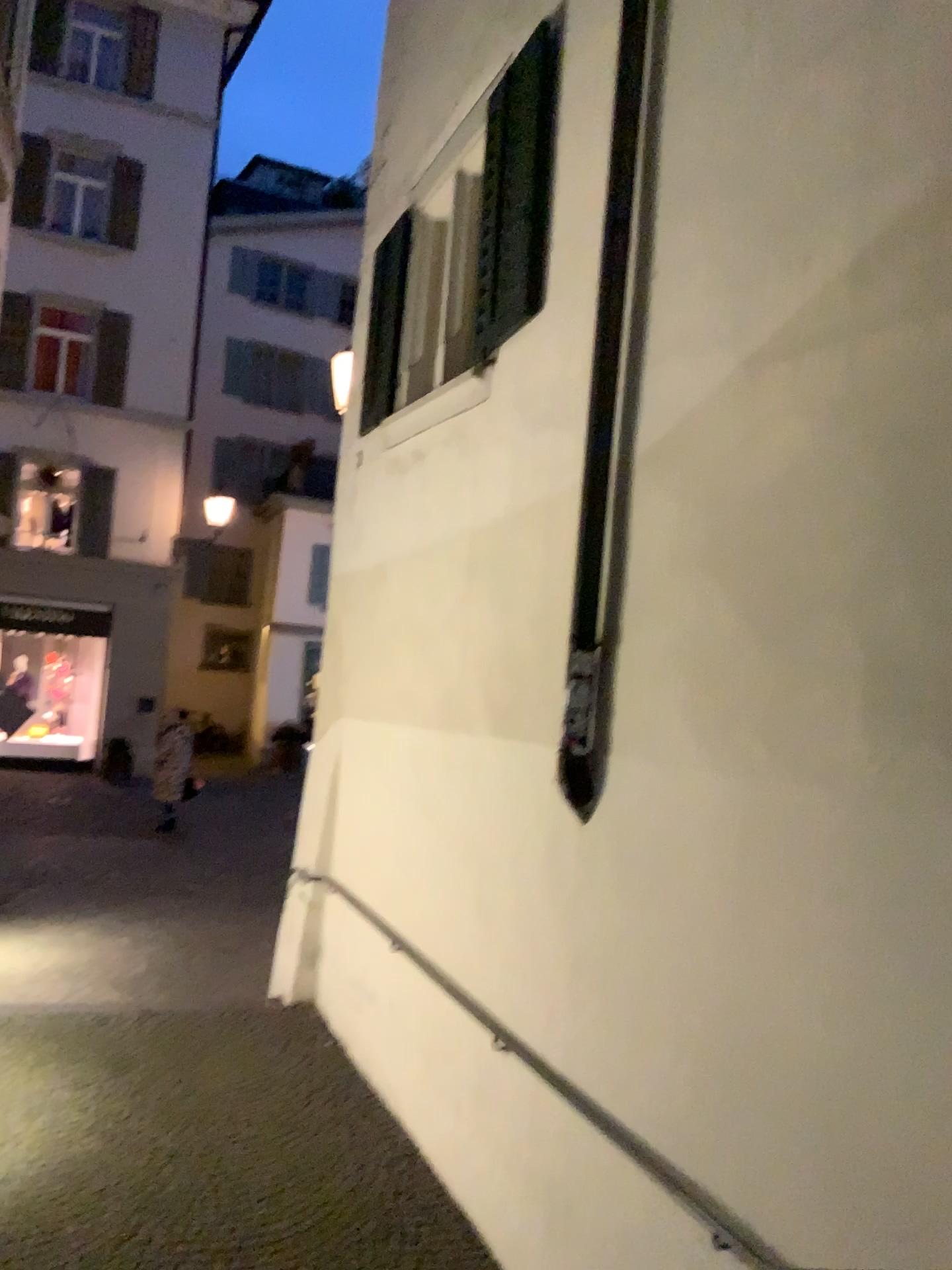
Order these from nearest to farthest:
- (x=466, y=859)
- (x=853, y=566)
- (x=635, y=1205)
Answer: (x=853, y=566)
(x=635, y=1205)
(x=466, y=859)
